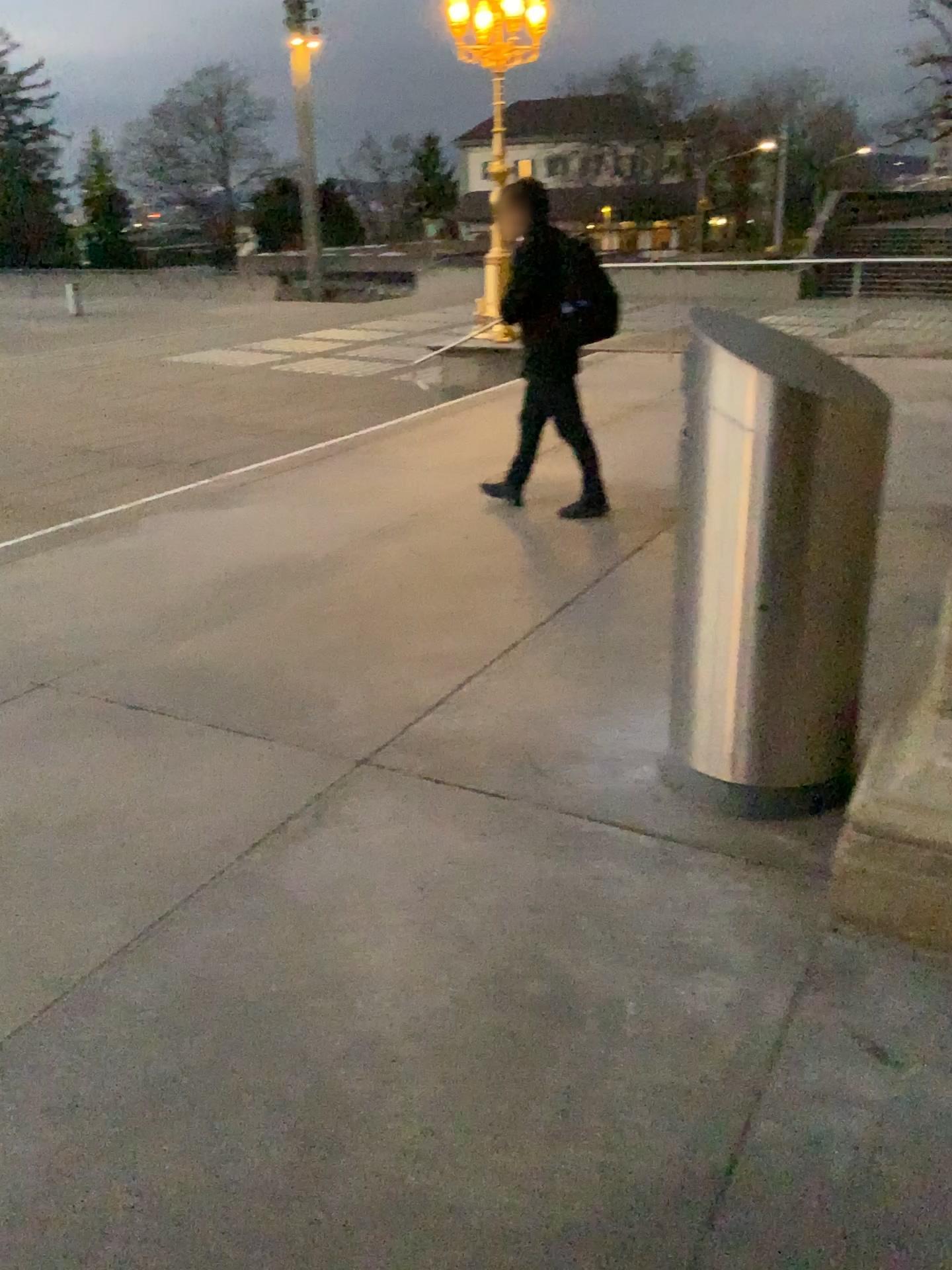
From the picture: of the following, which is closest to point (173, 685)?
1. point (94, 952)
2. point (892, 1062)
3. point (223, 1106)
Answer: point (94, 952)
